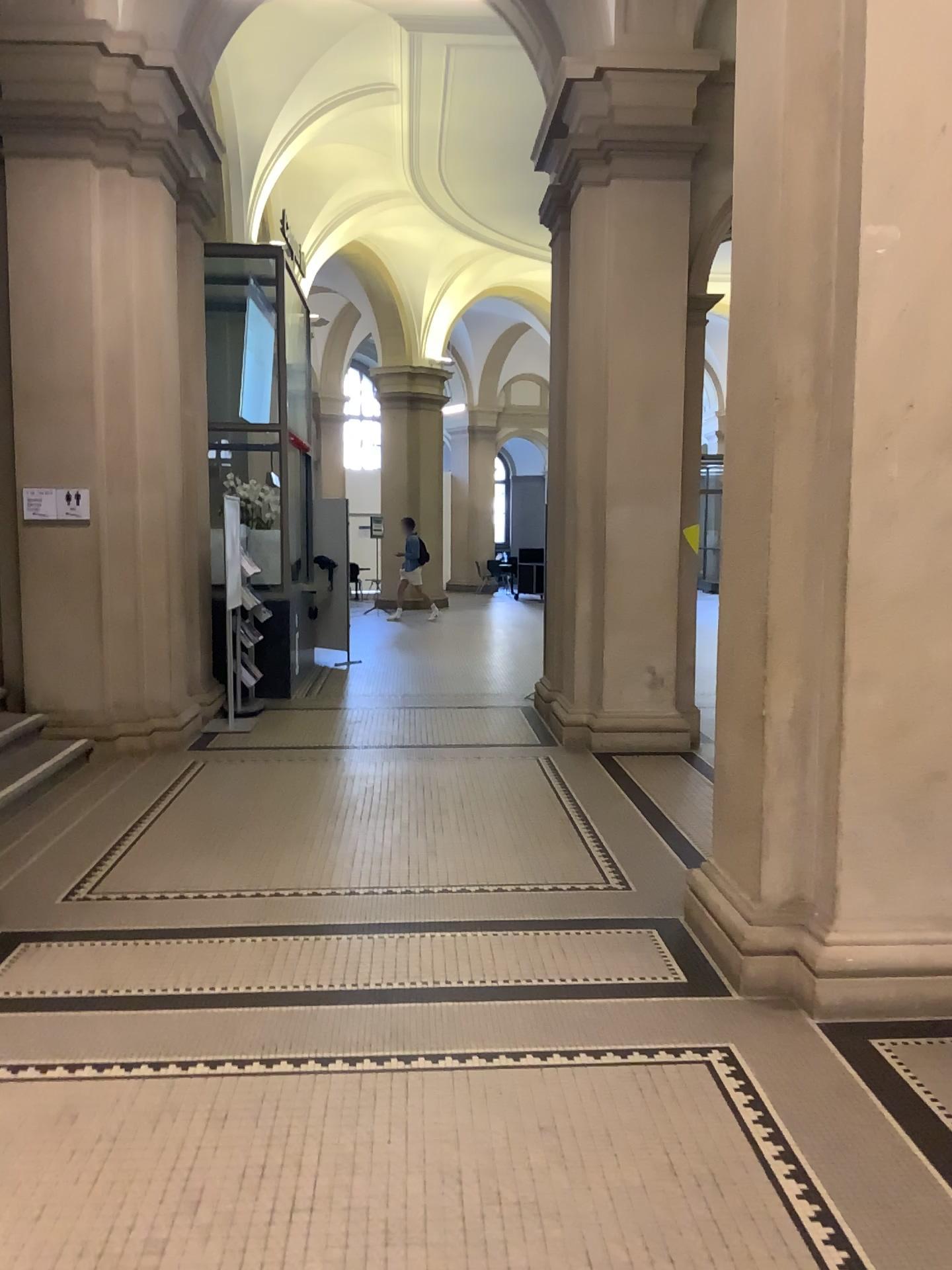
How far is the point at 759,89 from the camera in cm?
365

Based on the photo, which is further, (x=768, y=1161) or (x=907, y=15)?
(x=907, y=15)

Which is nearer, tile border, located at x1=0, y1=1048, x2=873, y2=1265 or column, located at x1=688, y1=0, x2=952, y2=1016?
tile border, located at x1=0, y1=1048, x2=873, y2=1265

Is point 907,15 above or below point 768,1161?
above
